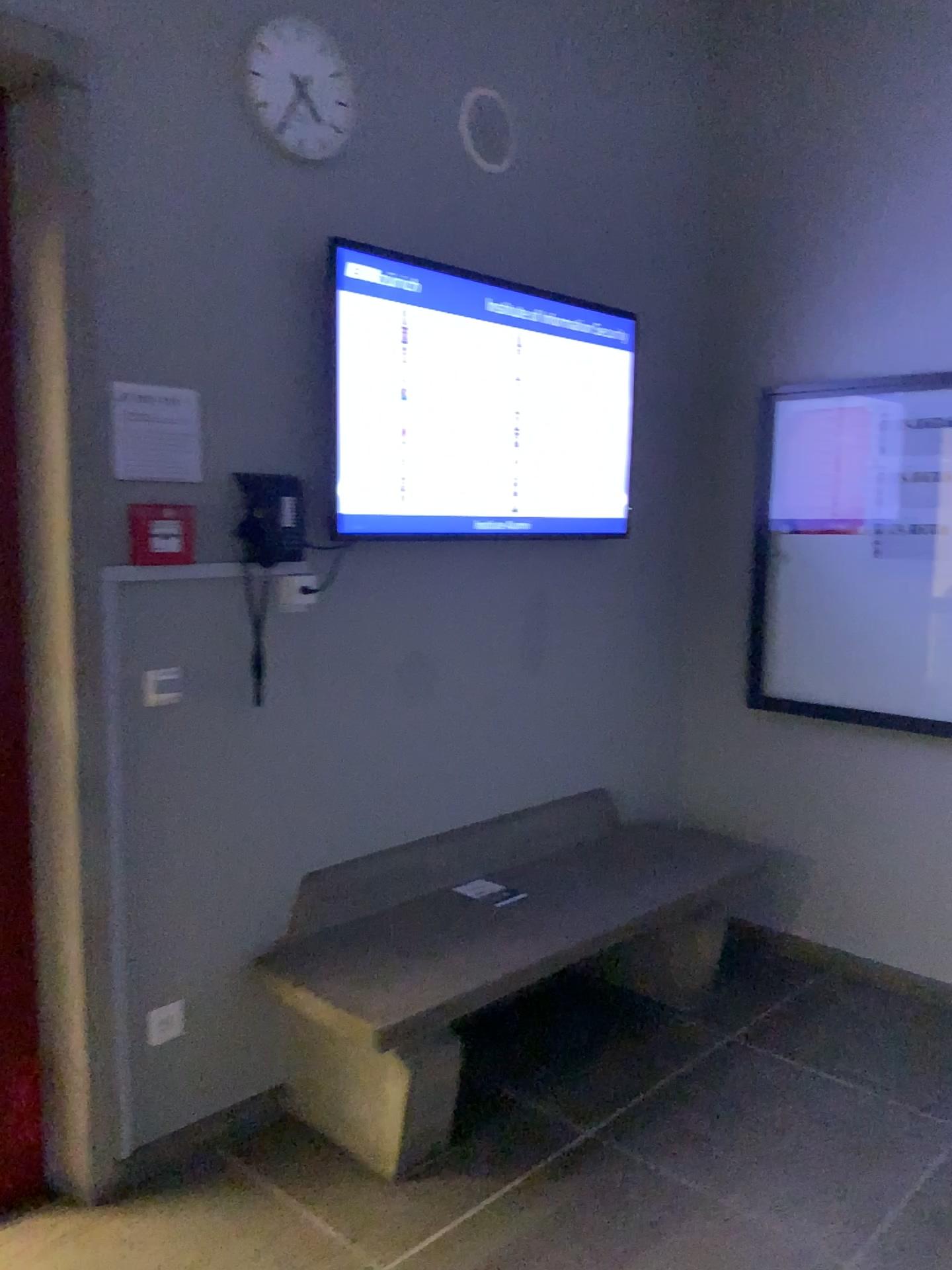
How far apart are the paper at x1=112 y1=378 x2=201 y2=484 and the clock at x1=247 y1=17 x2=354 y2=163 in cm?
66

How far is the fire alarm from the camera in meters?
2.3 m

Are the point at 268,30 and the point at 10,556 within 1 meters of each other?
no

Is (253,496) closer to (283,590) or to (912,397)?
(283,590)

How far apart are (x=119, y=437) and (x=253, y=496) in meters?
0.3

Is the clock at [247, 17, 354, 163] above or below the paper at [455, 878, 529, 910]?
above

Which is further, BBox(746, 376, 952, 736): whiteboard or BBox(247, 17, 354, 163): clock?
BBox(746, 376, 952, 736): whiteboard

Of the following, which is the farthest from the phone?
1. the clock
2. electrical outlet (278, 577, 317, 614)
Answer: the clock

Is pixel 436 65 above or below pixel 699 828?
above

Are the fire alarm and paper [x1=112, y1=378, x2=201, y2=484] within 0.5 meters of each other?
yes
